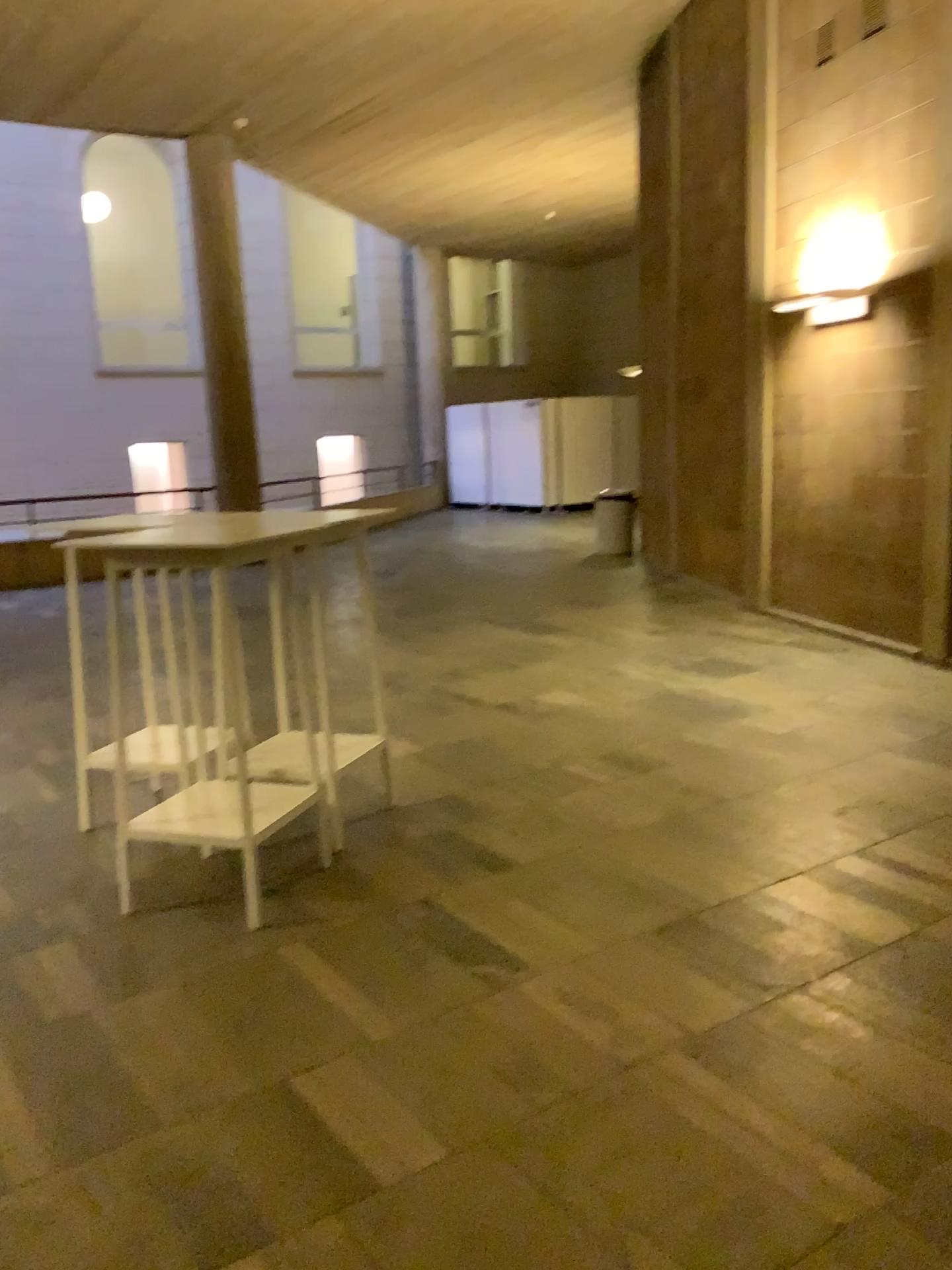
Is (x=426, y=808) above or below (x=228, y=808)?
below
